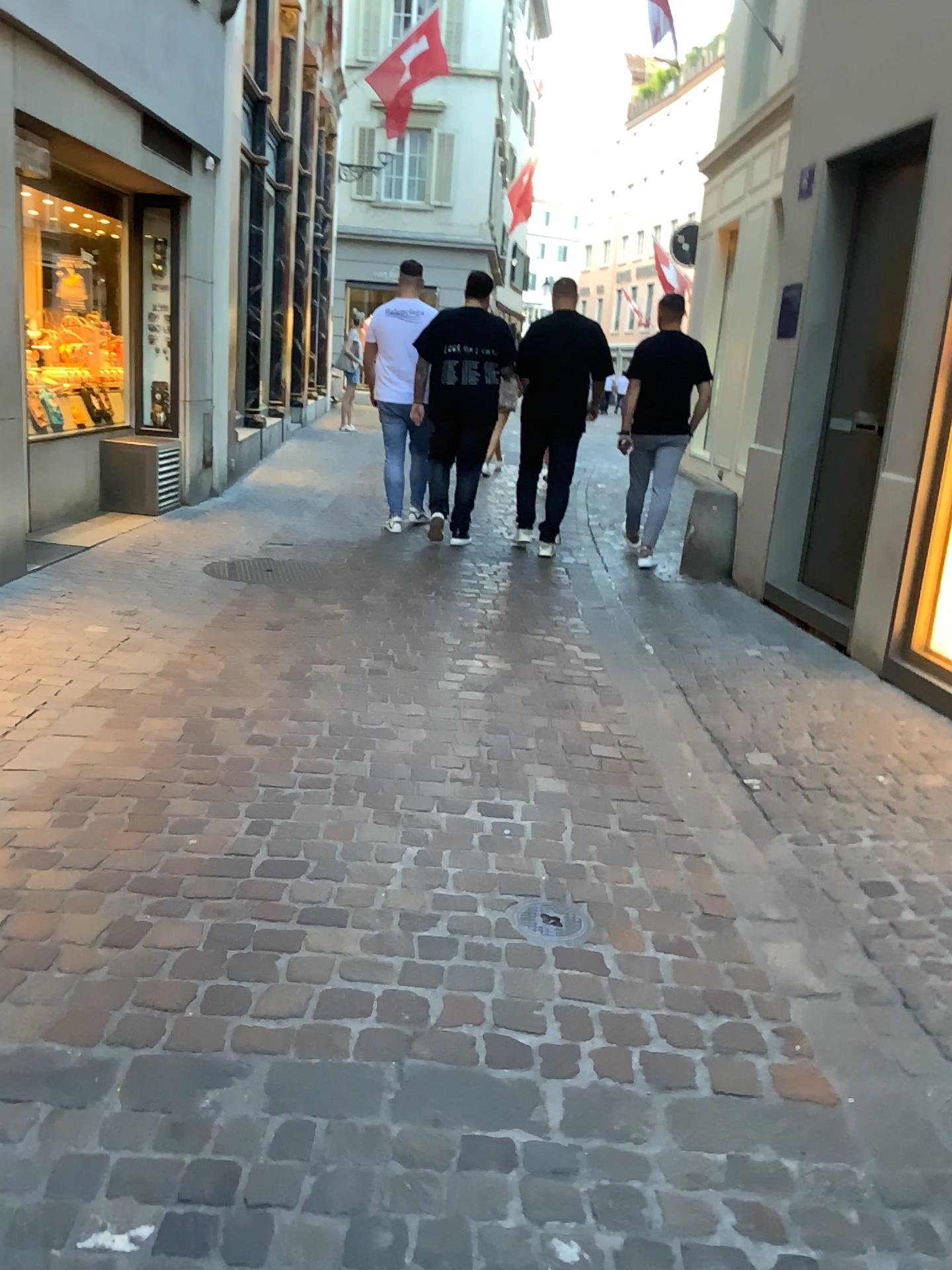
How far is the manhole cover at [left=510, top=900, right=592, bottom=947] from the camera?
2.4m

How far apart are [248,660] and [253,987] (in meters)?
2.30

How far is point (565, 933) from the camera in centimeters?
243cm
